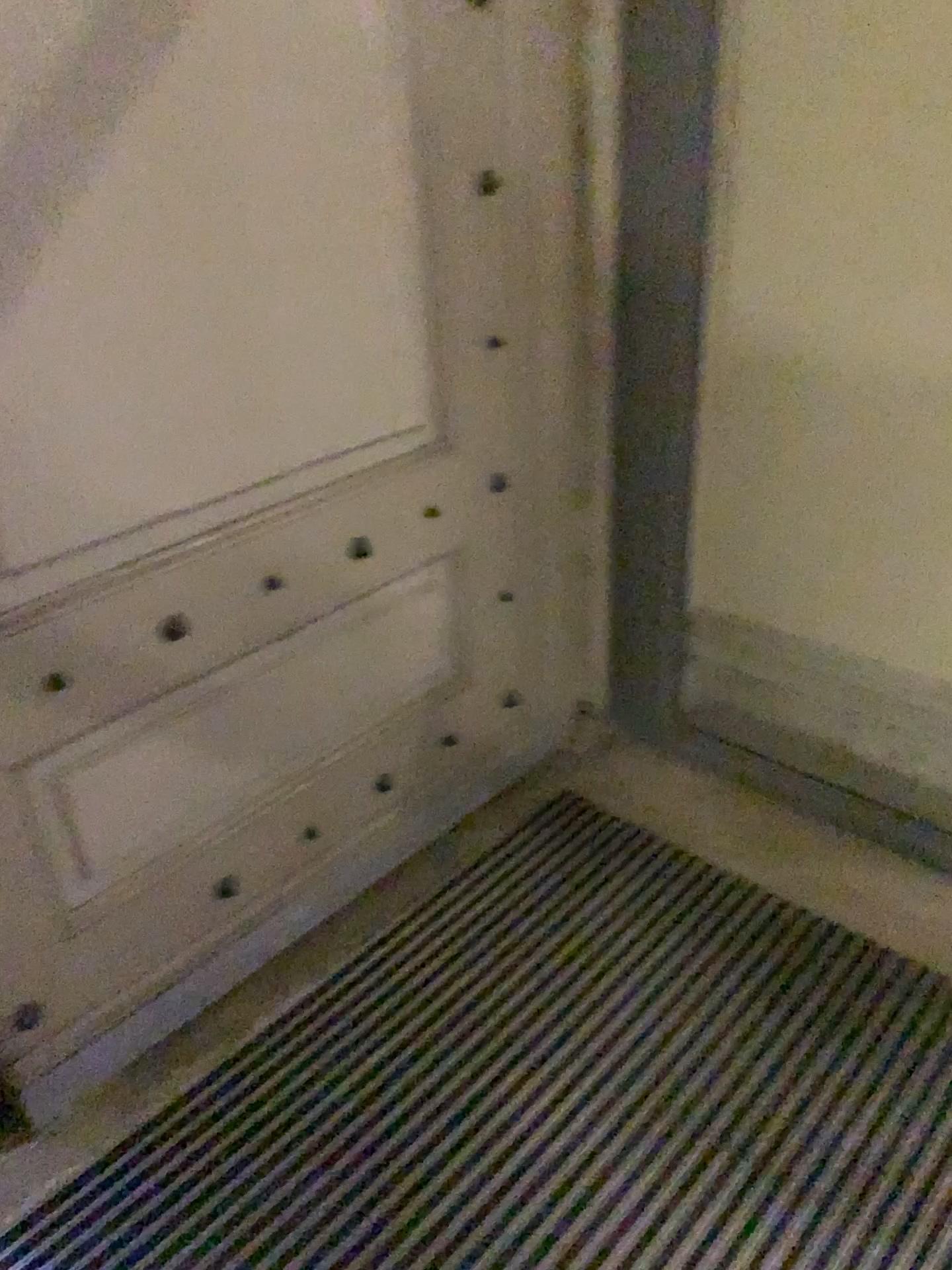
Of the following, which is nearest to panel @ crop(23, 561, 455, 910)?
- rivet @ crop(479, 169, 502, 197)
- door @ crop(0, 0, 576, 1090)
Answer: door @ crop(0, 0, 576, 1090)

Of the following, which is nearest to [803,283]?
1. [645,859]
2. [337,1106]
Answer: [645,859]

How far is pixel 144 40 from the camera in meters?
1.3 m

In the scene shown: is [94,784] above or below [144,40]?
below

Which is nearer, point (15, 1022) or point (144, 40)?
point (144, 40)

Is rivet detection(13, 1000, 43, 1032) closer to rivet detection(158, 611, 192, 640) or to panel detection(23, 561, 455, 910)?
panel detection(23, 561, 455, 910)

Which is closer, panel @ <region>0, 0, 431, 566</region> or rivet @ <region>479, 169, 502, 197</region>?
panel @ <region>0, 0, 431, 566</region>

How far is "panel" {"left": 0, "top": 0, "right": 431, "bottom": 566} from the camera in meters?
1.3

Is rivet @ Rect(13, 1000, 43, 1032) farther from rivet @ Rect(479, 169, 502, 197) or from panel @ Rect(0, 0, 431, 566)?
rivet @ Rect(479, 169, 502, 197)

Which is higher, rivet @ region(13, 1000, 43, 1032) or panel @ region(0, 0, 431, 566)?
panel @ region(0, 0, 431, 566)
